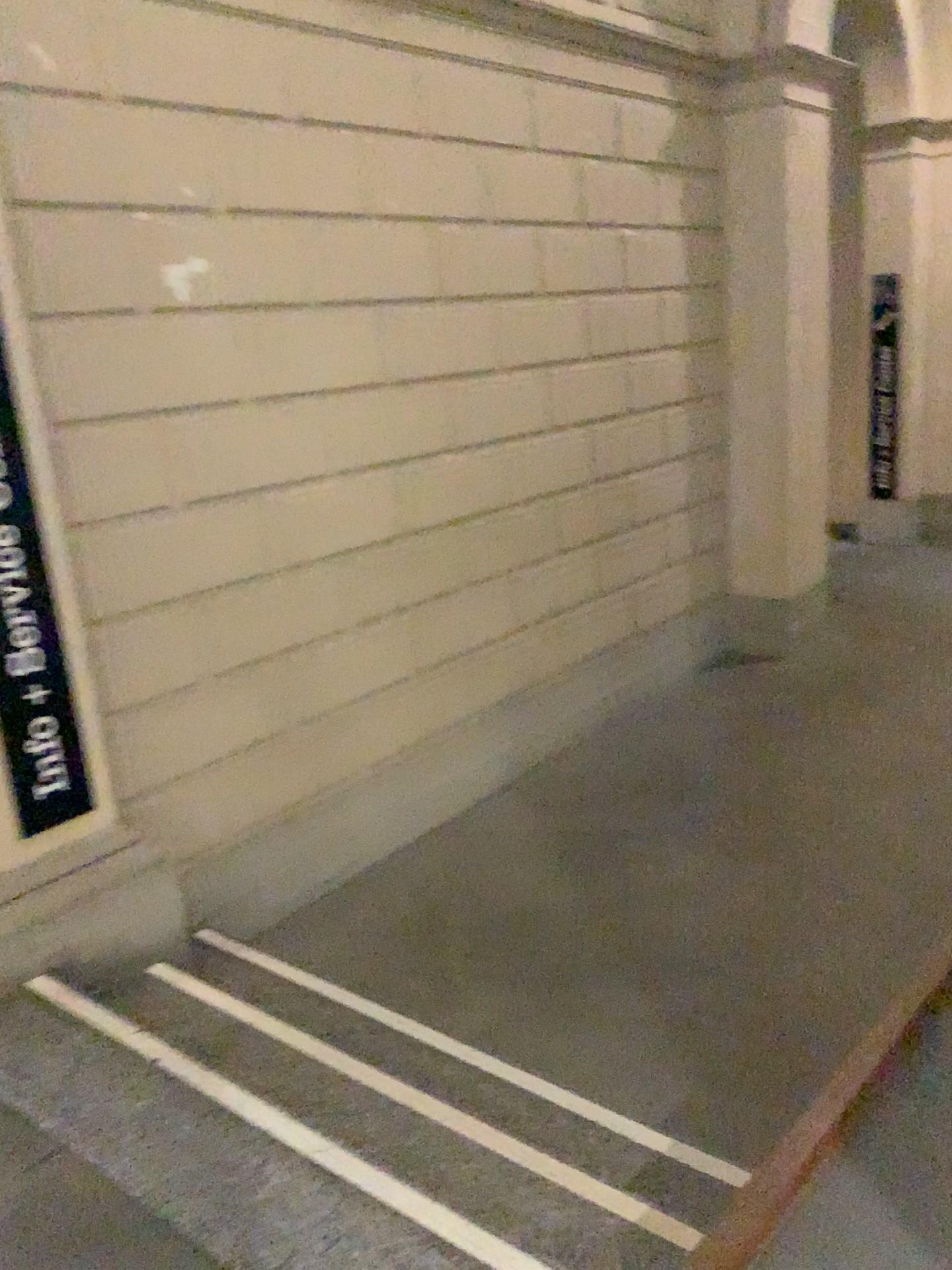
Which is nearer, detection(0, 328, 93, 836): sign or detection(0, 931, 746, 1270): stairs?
detection(0, 931, 746, 1270): stairs

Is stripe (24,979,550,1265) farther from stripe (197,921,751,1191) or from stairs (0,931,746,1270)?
stripe (197,921,751,1191)

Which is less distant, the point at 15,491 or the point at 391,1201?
the point at 391,1201

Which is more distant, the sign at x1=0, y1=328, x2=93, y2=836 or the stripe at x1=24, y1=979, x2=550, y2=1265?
the sign at x1=0, y1=328, x2=93, y2=836

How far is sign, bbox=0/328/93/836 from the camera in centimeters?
263cm

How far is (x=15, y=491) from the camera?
2.63m

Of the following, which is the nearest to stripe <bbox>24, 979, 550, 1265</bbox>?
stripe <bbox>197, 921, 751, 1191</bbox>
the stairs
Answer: the stairs

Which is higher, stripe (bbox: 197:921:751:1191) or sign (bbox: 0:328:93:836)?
sign (bbox: 0:328:93:836)

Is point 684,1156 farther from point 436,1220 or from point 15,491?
point 15,491

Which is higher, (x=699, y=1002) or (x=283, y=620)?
(x=283, y=620)
